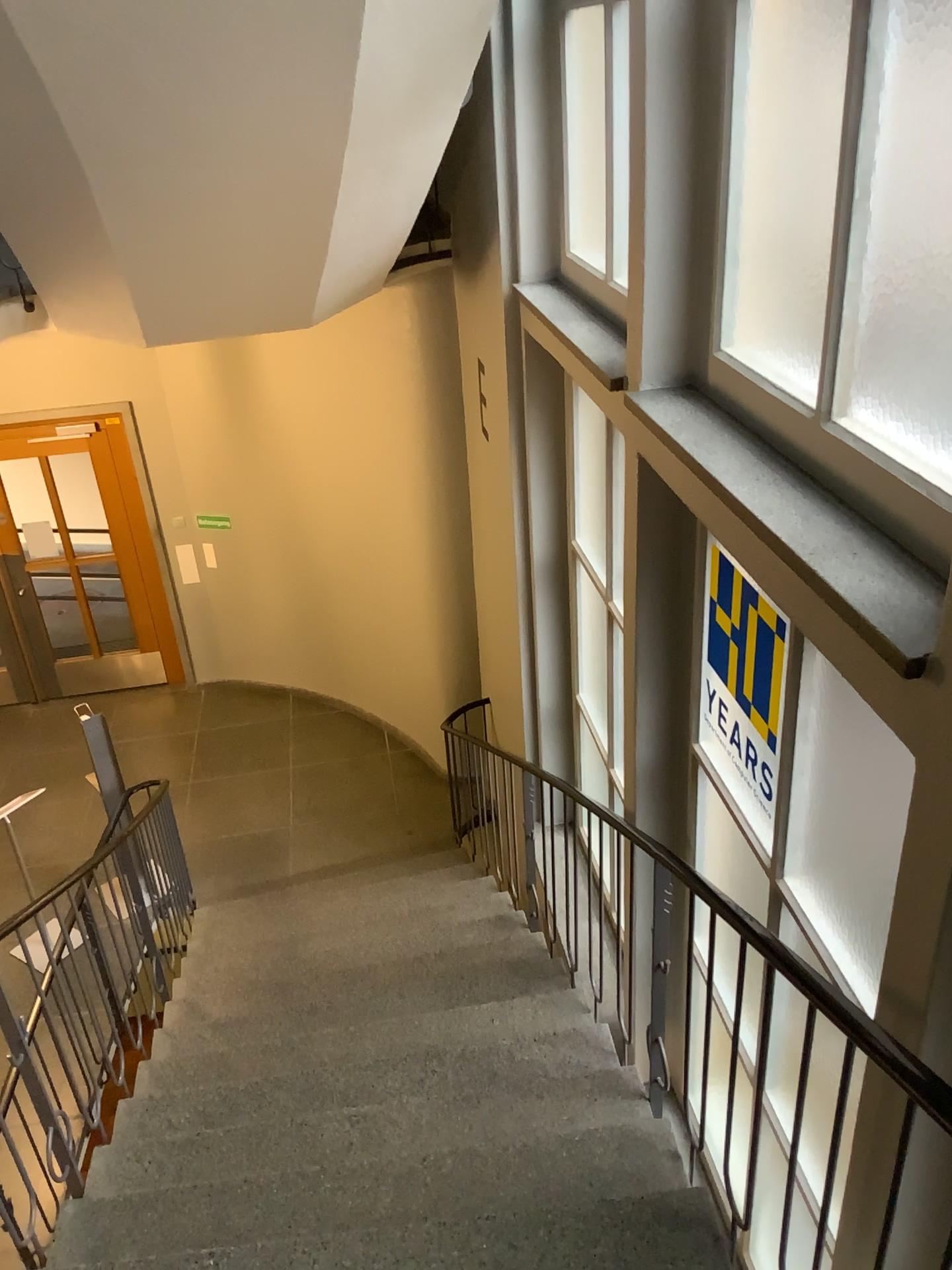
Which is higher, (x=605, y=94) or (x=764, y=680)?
(x=605, y=94)

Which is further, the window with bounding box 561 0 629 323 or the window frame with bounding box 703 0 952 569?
the window with bounding box 561 0 629 323

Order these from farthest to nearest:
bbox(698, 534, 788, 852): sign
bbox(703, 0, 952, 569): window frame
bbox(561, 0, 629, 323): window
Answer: bbox(561, 0, 629, 323): window → bbox(698, 534, 788, 852): sign → bbox(703, 0, 952, 569): window frame

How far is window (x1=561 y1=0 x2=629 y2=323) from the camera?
3.75m

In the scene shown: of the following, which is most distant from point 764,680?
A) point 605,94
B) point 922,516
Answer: point 605,94

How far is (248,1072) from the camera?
3.5m

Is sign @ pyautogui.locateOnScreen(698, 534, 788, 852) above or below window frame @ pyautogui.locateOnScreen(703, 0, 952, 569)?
below

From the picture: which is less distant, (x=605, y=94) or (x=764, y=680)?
(x=764, y=680)

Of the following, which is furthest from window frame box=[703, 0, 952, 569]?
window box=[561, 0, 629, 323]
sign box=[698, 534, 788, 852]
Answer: window box=[561, 0, 629, 323]

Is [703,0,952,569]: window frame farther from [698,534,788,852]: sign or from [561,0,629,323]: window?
[561,0,629,323]: window
